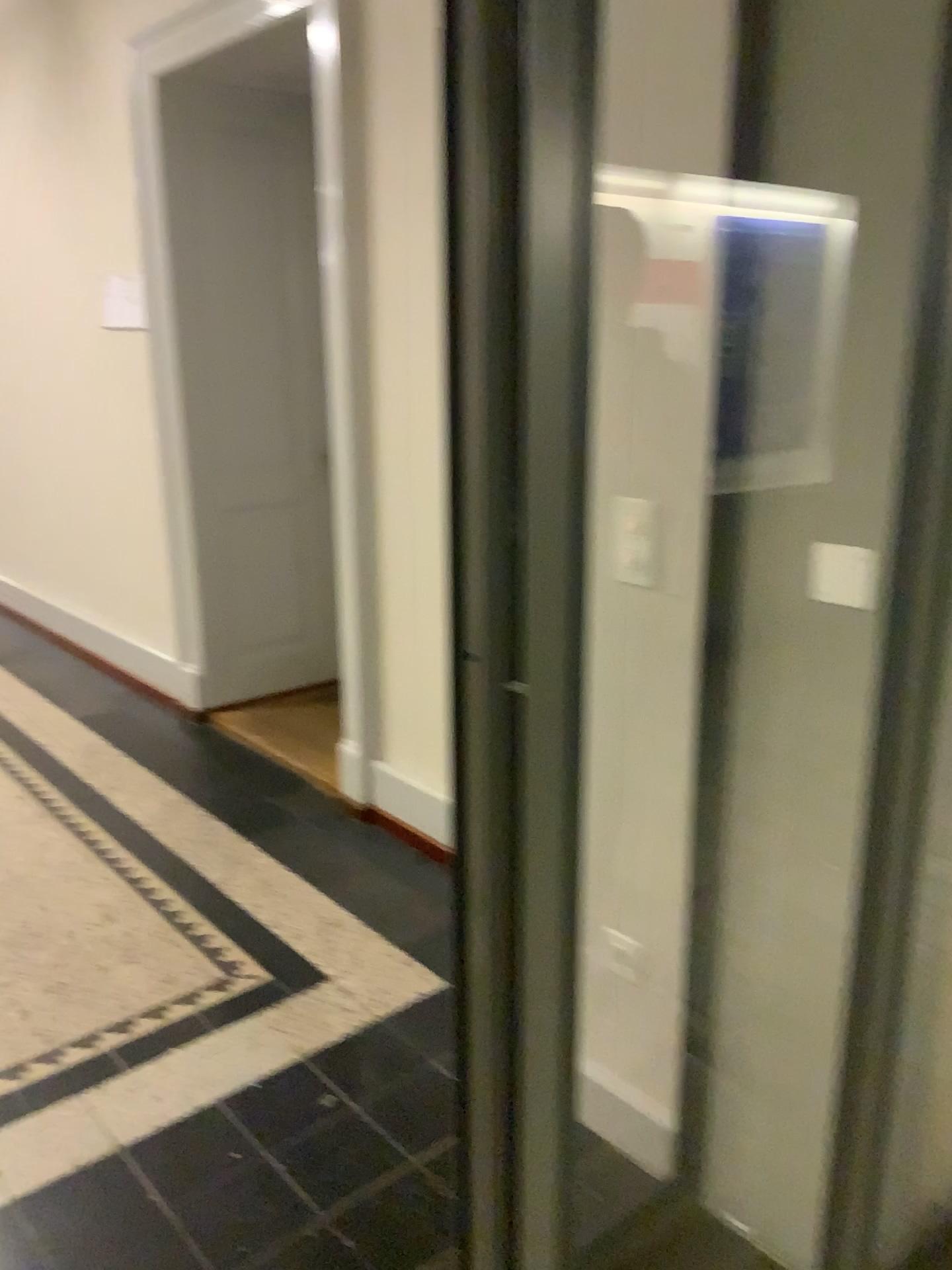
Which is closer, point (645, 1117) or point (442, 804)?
point (645, 1117)

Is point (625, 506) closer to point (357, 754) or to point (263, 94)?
point (357, 754)

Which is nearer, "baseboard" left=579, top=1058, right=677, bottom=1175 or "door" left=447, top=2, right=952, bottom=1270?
"door" left=447, top=2, right=952, bottom=1270

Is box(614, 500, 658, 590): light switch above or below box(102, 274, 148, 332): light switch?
below

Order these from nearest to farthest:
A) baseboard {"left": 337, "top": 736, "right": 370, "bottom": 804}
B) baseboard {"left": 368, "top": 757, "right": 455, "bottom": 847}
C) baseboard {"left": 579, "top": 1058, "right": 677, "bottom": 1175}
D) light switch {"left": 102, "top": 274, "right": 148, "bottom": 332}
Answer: baseboard {"left": 579, "top": 1058, "right": 677, "bottom": 1175} < baseboard {"left": 368, "top": 757, "right": 455, "bottom": 847} < baseboard {"left": 337, "top": 736, "right": 370, "bottom": 804} < light switch {"left": 102, "top": 274, "right": 148, "bottom": 332}

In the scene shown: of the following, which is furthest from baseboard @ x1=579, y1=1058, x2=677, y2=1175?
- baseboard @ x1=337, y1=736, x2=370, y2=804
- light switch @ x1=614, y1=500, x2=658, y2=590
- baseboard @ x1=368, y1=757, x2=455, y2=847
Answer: baseboard @ x1=337, y1=736, x2=370, y2=804

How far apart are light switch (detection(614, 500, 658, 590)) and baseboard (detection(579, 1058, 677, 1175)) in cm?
66

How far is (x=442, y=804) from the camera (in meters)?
3.09

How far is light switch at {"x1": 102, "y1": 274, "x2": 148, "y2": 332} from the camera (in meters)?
4.43

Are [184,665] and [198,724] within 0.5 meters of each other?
yes
